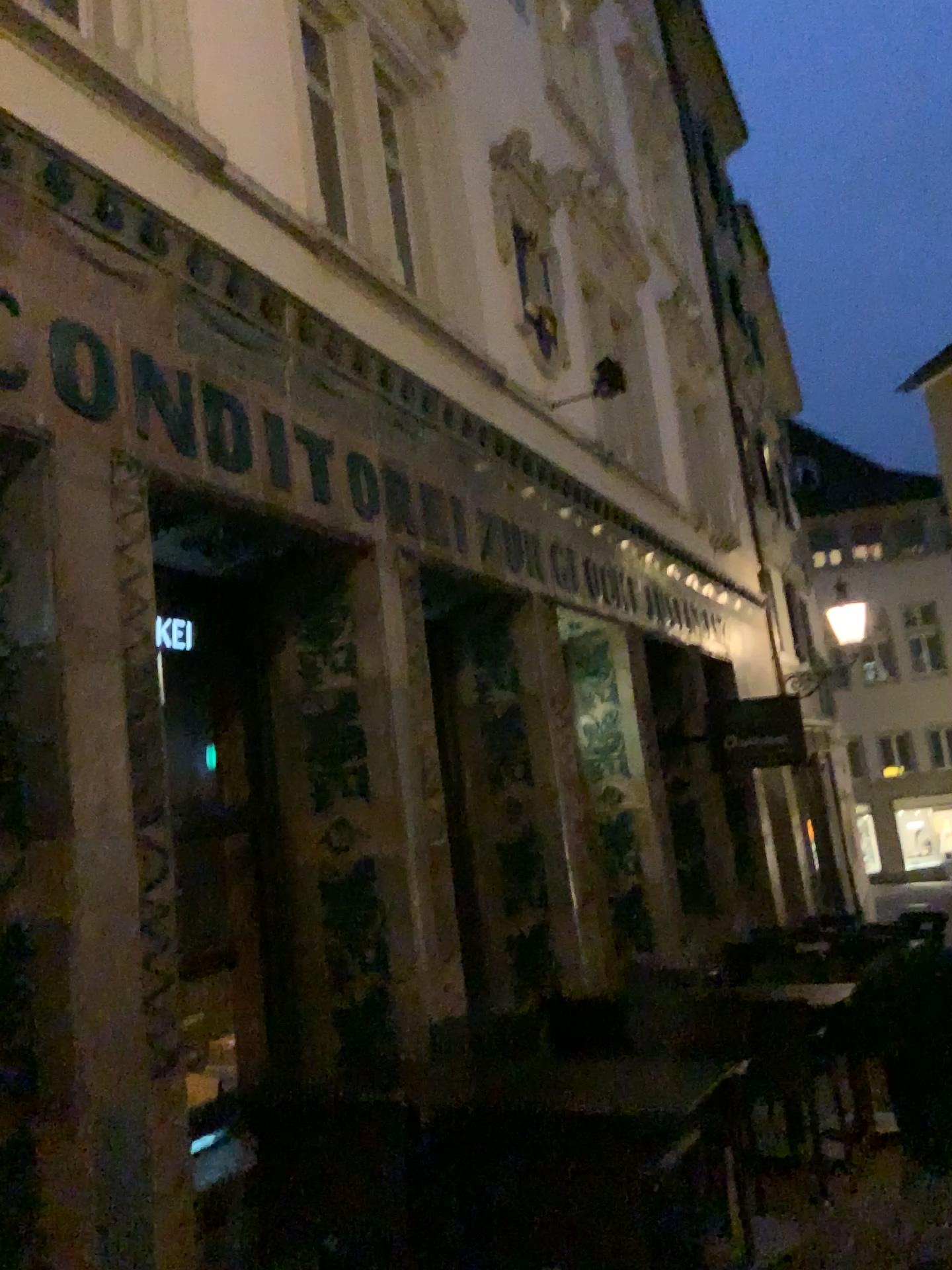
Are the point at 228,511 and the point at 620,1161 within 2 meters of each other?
no
